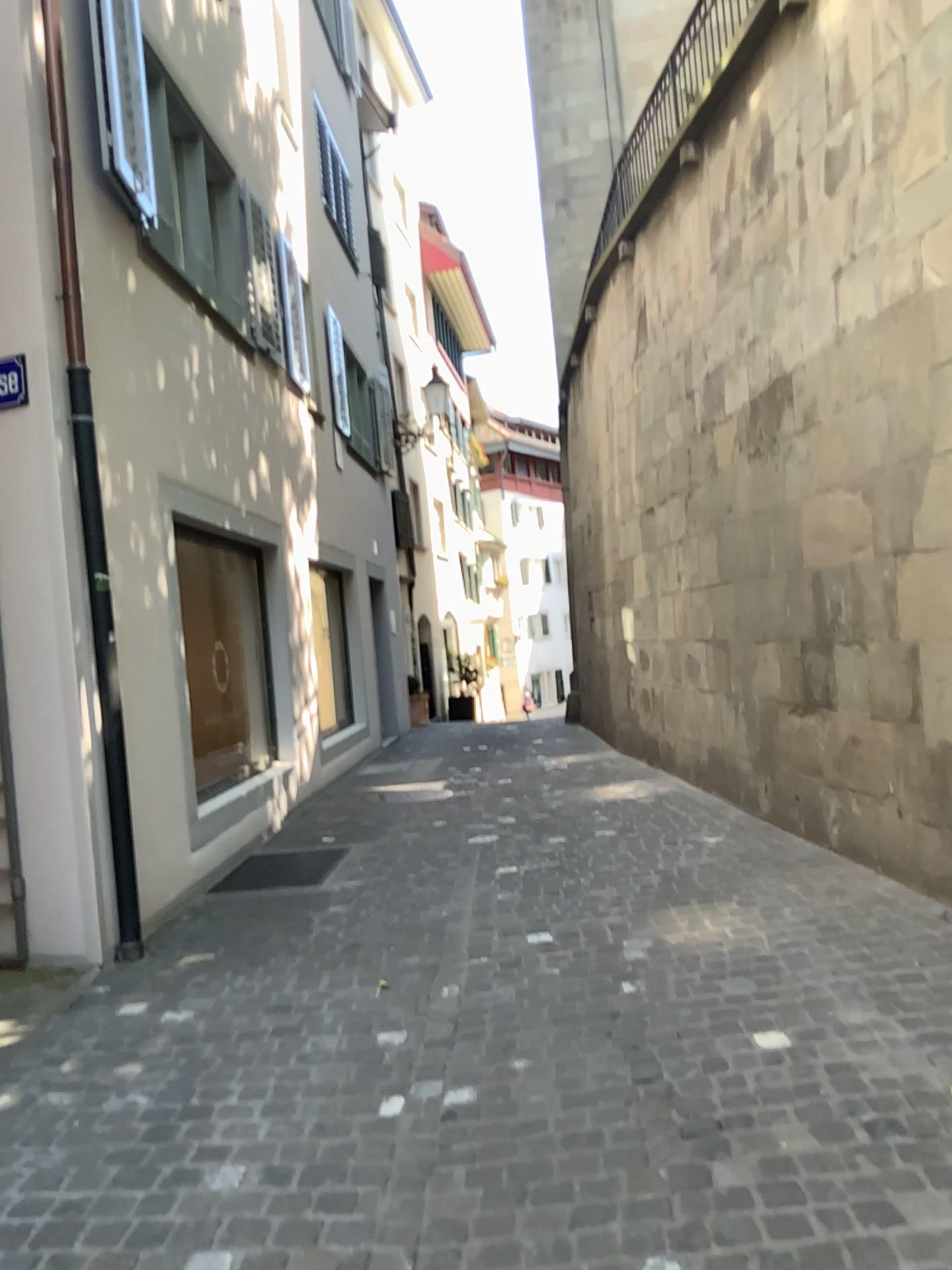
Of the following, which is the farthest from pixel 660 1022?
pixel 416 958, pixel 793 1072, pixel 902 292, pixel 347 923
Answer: pixel 902 292
